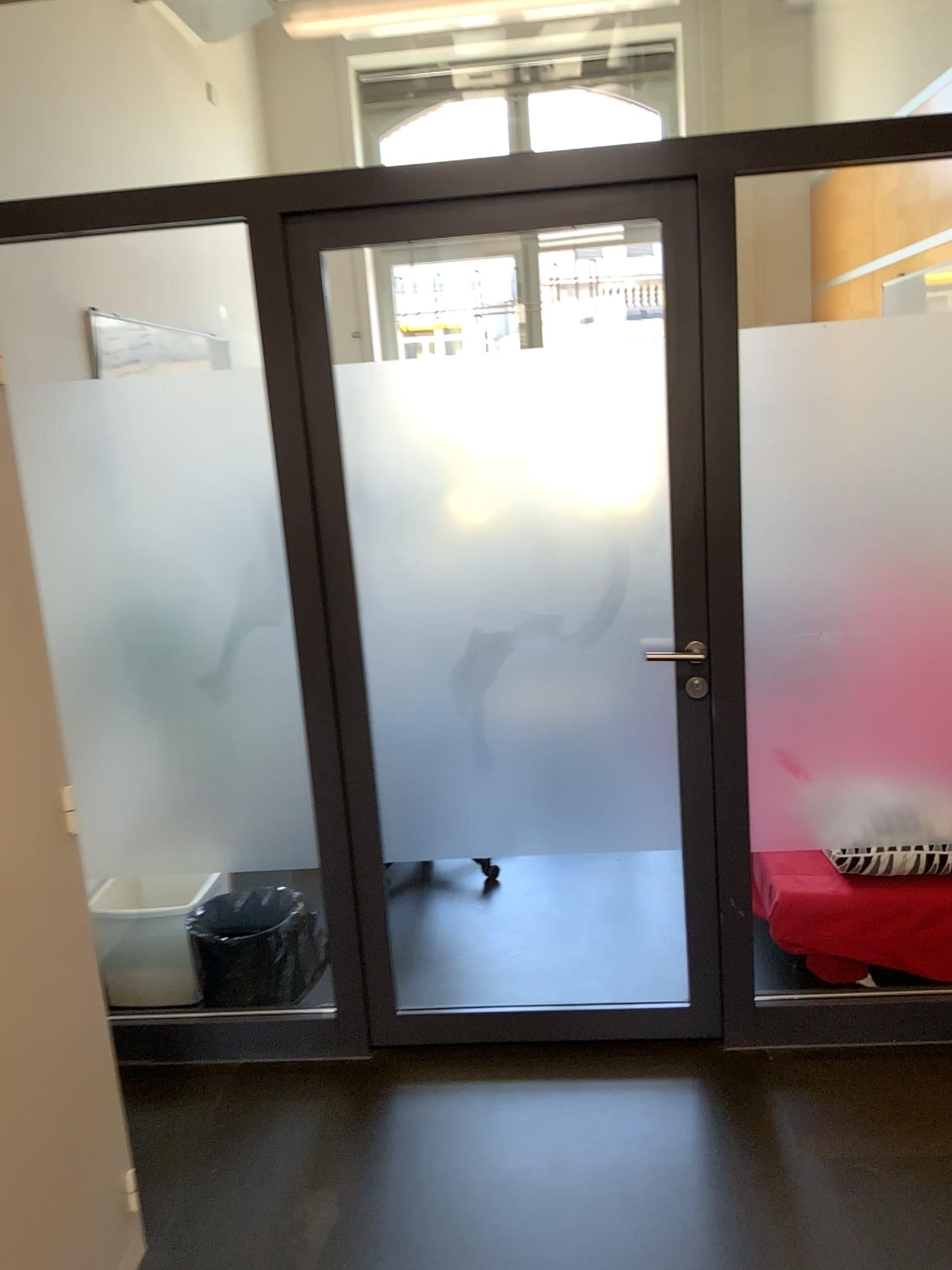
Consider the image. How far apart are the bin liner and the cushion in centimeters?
130cm

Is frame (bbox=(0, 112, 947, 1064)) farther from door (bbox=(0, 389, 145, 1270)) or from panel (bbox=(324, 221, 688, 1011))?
door (bbox=(0, 389, 145, 1270))

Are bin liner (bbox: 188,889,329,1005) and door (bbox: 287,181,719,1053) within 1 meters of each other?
yes

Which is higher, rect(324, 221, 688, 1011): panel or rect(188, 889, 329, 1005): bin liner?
rect(324, 221, 688, 1011): panel

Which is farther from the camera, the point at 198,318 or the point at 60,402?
the point at 198,318

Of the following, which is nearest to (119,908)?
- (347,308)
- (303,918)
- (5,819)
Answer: (303,918)

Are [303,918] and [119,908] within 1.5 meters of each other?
yes

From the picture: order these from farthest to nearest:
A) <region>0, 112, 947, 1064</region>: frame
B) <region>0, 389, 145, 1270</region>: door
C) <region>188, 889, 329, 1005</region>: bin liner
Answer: <region>188, 889, 329, 1005</region>: bin liner, <region>0, 112, 947, 1064</region>: frame, <region>0, 389, 145, 1270</region>: door

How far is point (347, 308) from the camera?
2.4m

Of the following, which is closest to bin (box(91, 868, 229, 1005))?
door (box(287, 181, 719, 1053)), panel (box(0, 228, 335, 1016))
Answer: panel (box(0, 228, 335, 1016))
